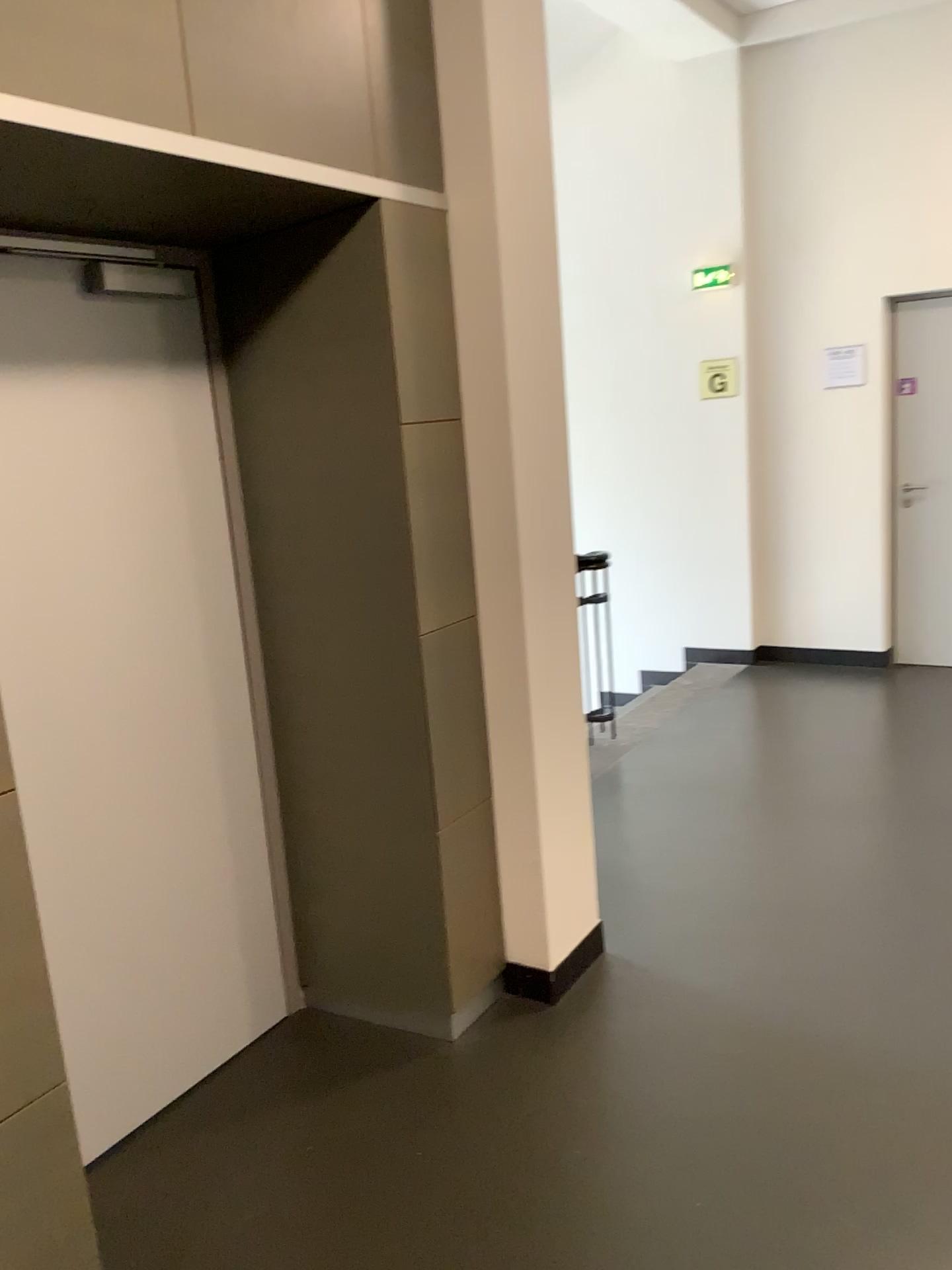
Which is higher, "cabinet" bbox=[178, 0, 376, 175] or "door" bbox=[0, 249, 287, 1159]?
"cabinet" bbox=[178, 0, 376, 175]

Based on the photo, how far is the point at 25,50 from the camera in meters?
1.6 m

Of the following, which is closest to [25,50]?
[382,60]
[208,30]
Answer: [208,30]

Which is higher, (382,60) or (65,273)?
(382,60)

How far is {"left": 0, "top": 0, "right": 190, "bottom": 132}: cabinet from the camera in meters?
1.6 m

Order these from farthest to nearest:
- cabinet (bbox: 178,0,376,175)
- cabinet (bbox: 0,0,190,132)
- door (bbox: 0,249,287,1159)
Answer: door (bbox: 0,249,287,1159) → cabinet (bbox: 178,0,376,175) → cabinet (bbox: 0,0,190,132)

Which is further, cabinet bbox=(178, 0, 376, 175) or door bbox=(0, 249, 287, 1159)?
door bbox=(0, 249, 287, 1159)

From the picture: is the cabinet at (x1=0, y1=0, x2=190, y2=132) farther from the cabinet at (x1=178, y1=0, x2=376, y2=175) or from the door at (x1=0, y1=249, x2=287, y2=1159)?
the door at (x1=0, y1=249, x2=287, y2=1159)

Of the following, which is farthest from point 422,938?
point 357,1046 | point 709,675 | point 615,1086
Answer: point 709,675

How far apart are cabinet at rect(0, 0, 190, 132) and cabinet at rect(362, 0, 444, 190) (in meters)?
0.56
